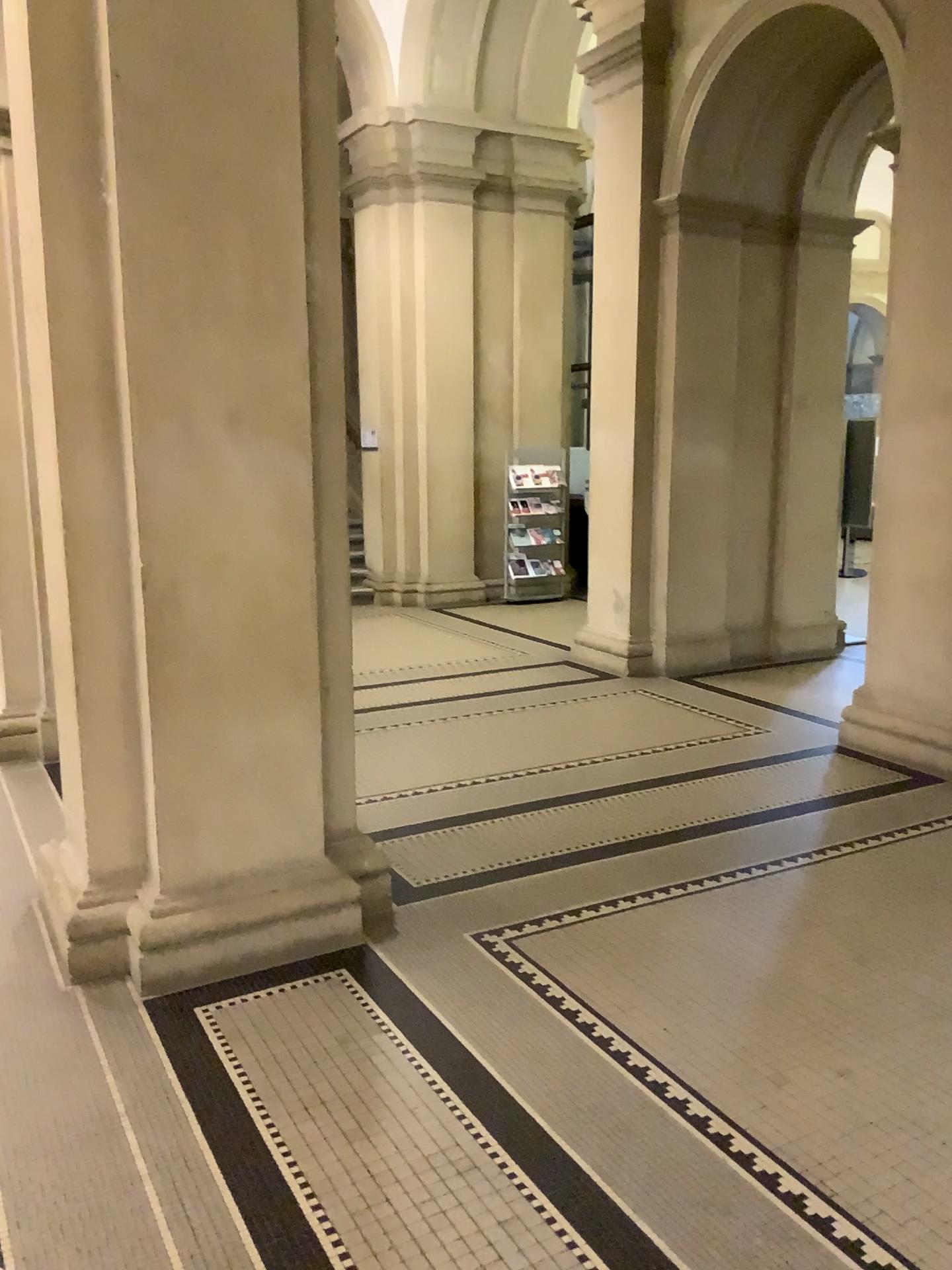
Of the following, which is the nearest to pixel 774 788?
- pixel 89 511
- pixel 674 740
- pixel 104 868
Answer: pixel 674 740
